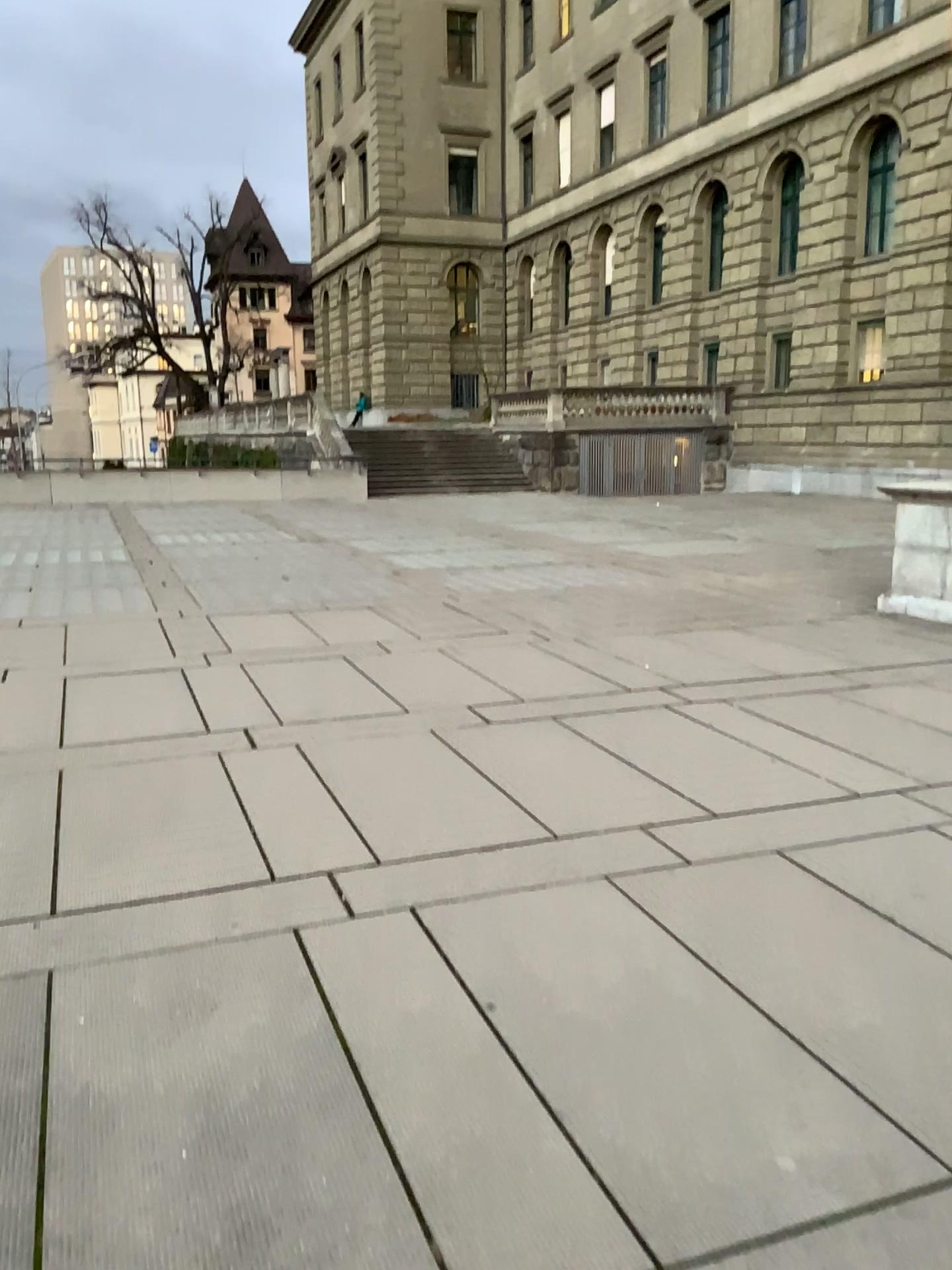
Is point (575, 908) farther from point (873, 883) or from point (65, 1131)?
point (65, 1131)
